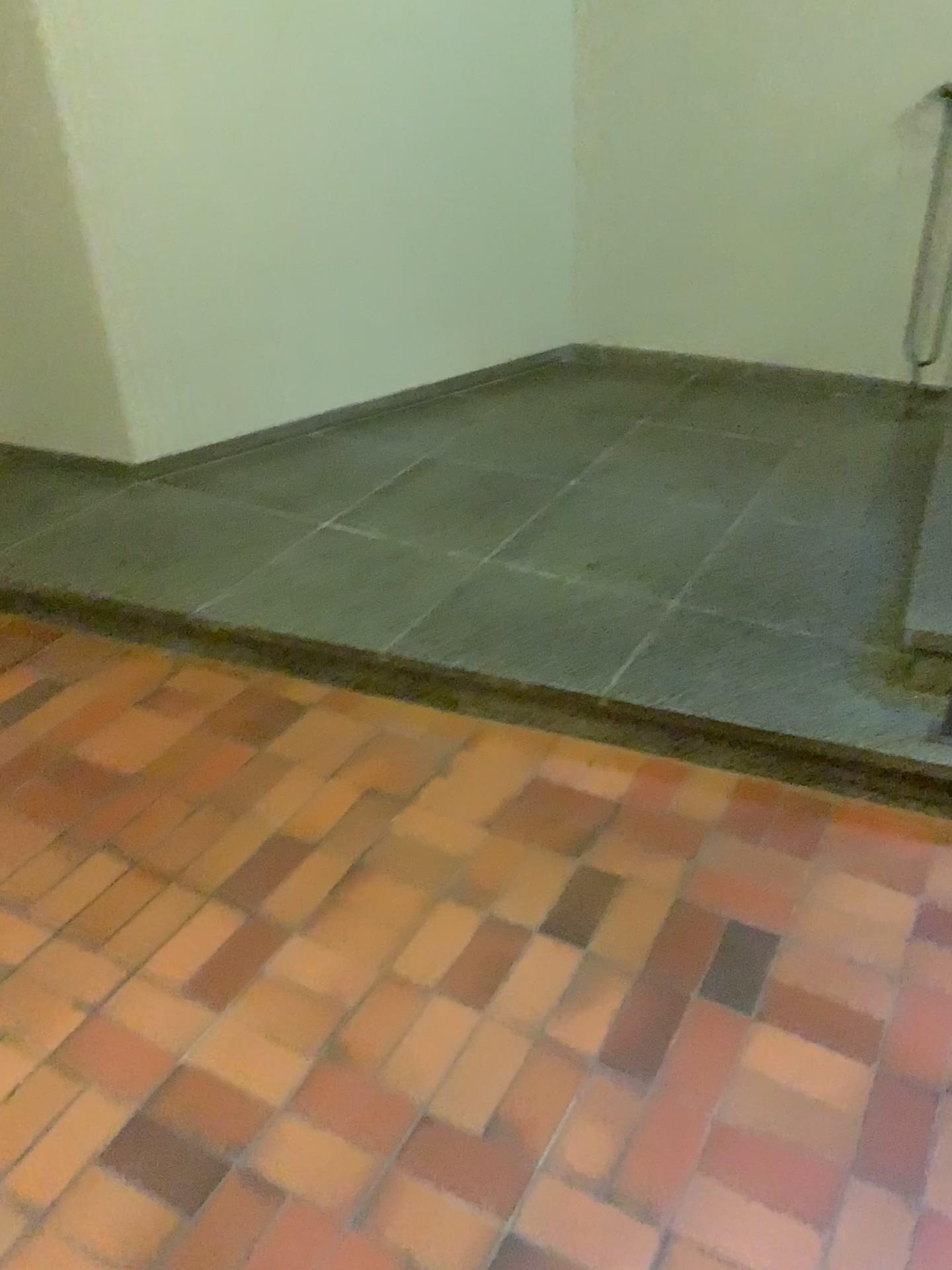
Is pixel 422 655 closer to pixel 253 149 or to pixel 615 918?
pixel 615 918
